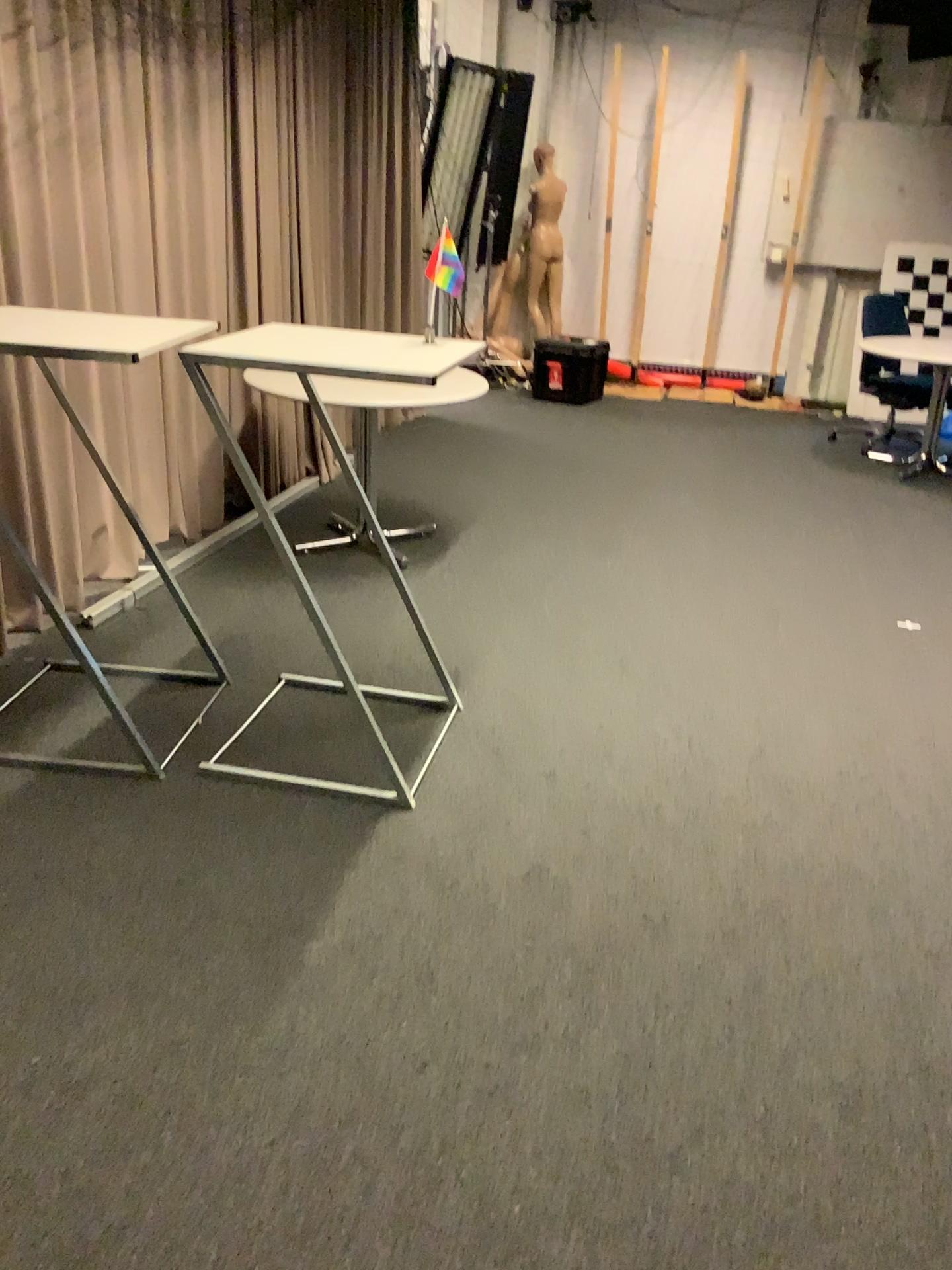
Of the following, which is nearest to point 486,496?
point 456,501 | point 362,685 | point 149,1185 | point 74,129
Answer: point 456,501
